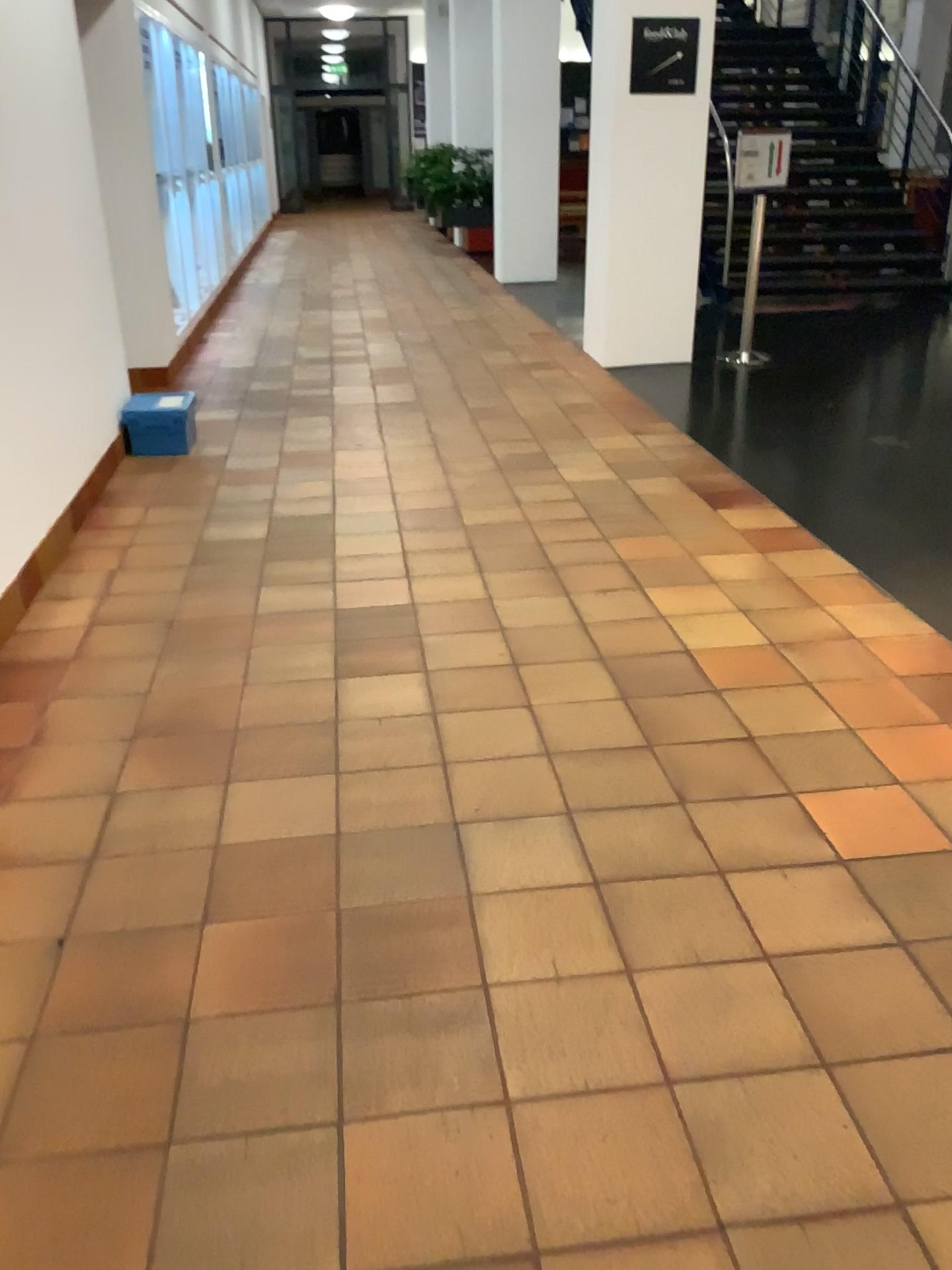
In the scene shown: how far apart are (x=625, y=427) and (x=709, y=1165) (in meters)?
4.30
